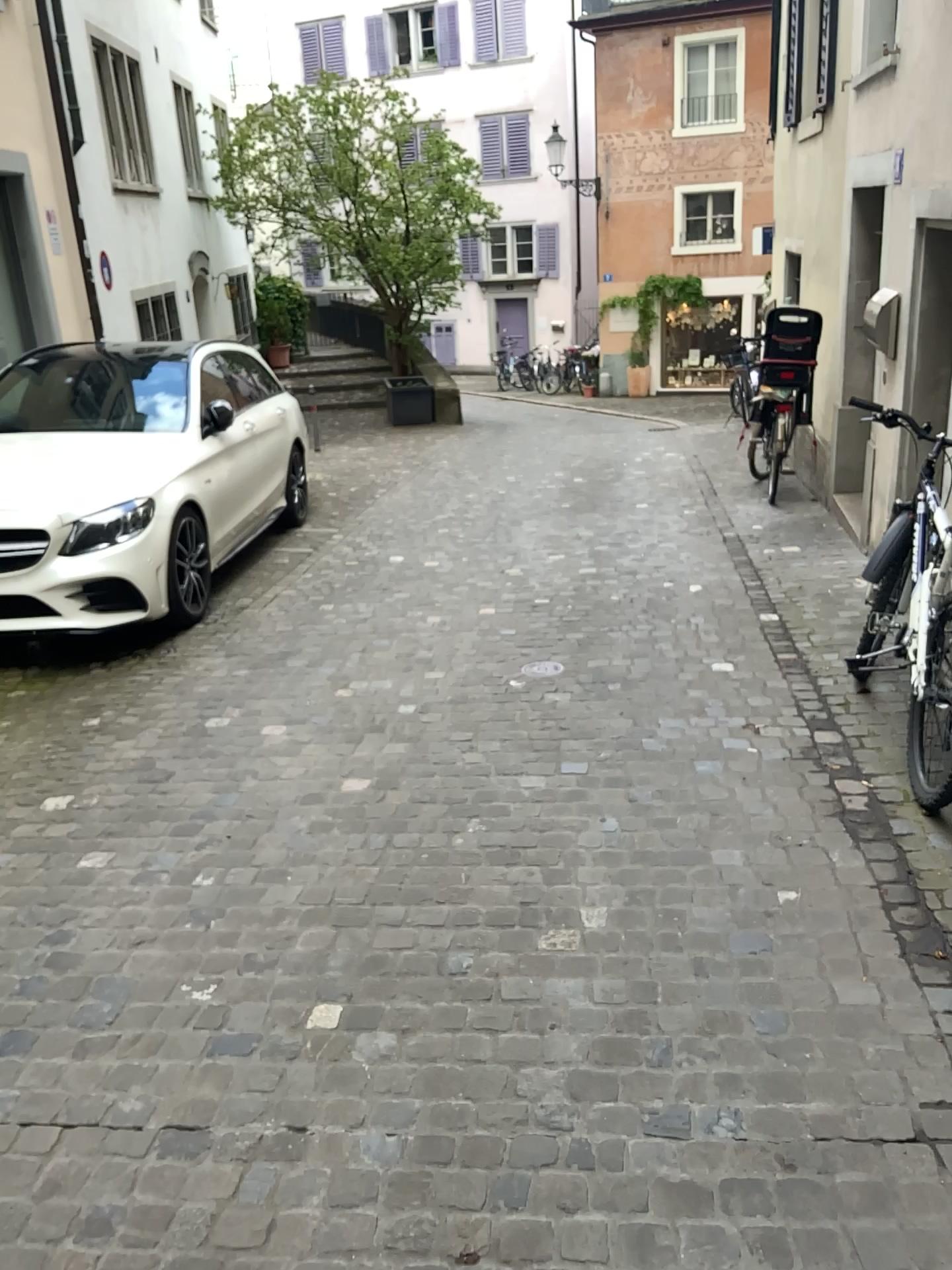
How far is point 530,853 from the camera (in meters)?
3.10
